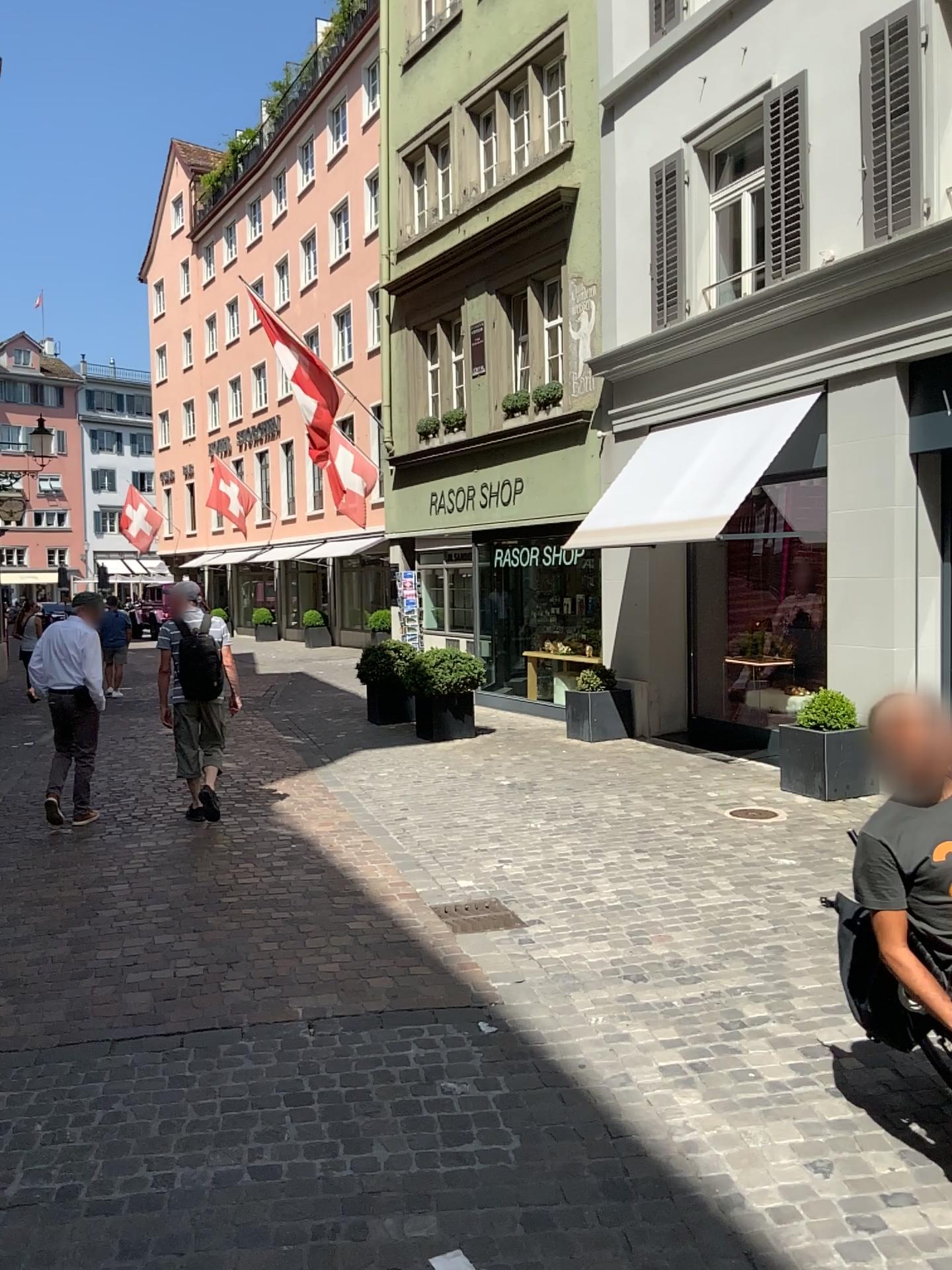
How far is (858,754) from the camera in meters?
3.2 m

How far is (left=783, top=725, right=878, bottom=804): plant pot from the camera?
3.2m

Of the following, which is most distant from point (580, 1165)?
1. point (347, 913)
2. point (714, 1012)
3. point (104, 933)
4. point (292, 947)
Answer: point (104, 933)
